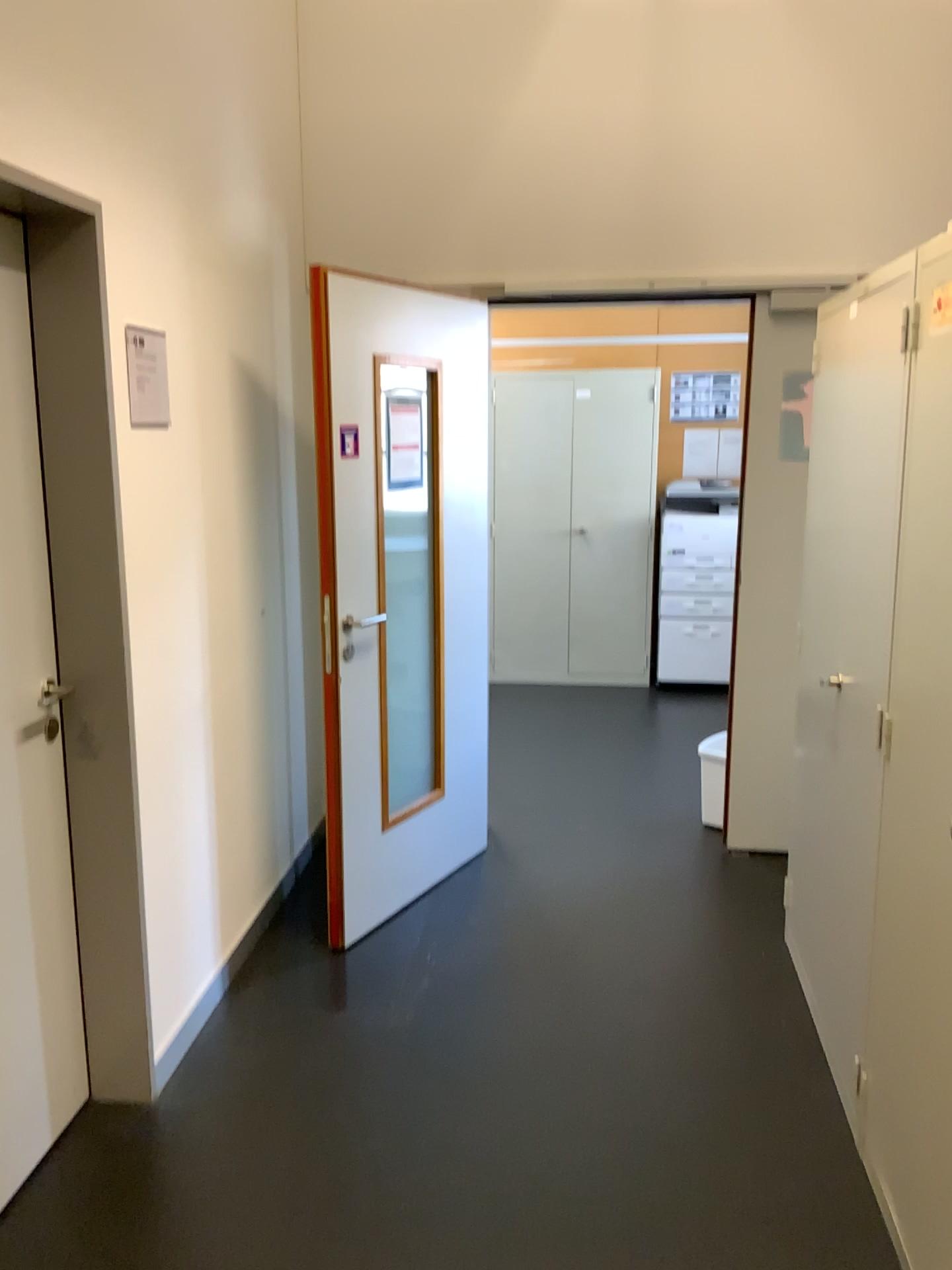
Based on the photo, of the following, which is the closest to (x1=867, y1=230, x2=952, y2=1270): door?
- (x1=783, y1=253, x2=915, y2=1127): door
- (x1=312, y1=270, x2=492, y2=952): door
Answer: (x1=783, y1=253, x2=915, y2=1127): door

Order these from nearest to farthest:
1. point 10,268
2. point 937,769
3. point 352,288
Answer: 1. point 937,769
2. point 10,268
3. point 352,288

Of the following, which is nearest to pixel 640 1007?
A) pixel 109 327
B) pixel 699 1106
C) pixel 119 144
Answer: pixel 699 1106

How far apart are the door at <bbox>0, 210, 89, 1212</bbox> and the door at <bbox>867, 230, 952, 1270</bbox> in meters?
1.7 m

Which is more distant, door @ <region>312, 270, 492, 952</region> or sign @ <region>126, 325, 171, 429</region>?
door @ <region>312, 270, 492, 952</region>

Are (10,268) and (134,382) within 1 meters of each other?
yes

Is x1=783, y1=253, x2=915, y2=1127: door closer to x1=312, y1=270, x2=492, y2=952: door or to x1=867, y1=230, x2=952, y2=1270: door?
x1=867, y1=230, x2=952, y2=1270: door

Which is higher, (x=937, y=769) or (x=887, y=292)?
(x=887, y=292)

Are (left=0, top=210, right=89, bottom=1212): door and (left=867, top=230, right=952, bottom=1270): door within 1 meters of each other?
no

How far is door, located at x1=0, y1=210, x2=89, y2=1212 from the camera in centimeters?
213cm
